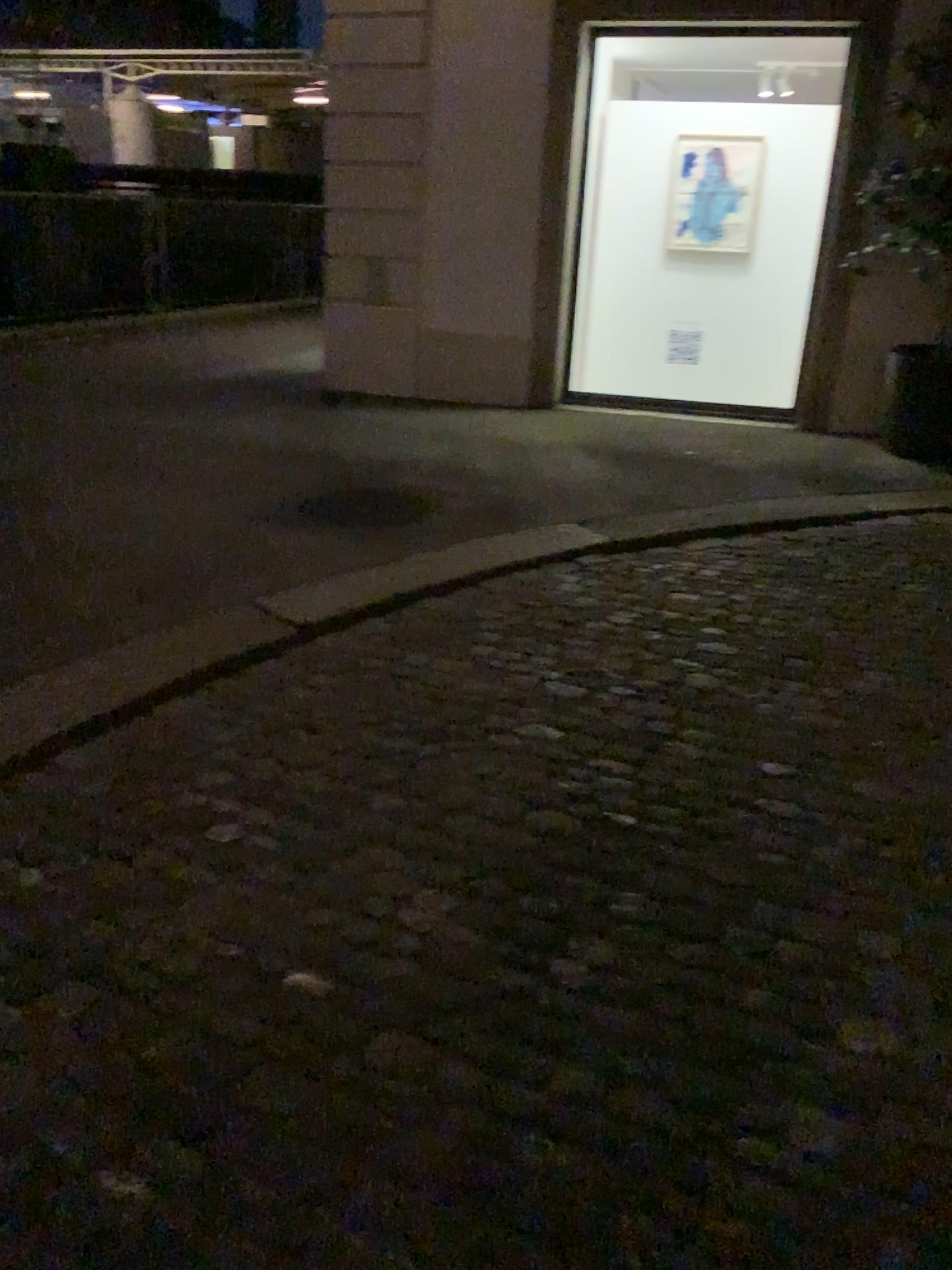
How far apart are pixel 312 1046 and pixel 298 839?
0.7 meters
